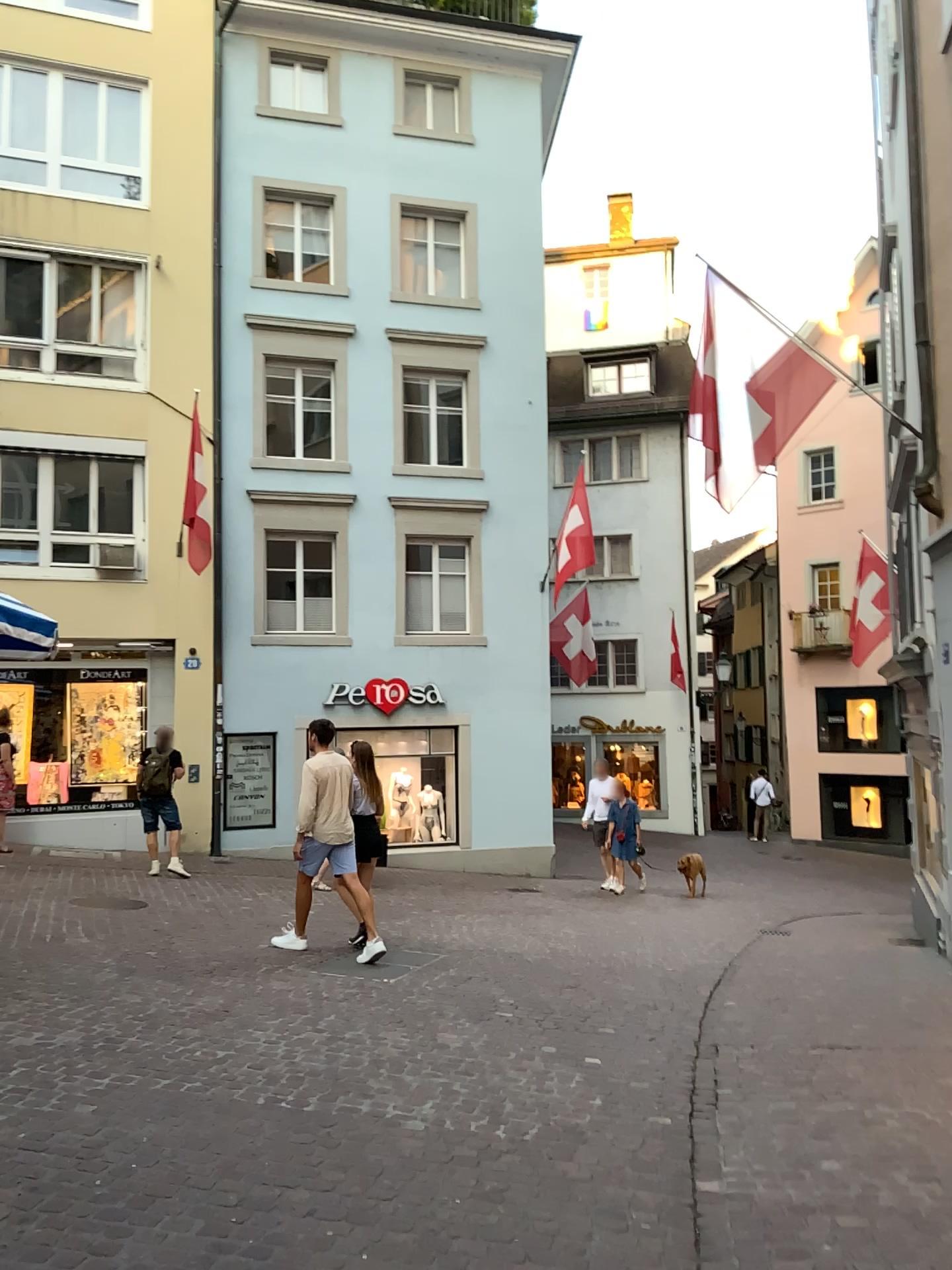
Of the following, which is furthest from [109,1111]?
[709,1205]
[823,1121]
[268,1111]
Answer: [823,1121]
